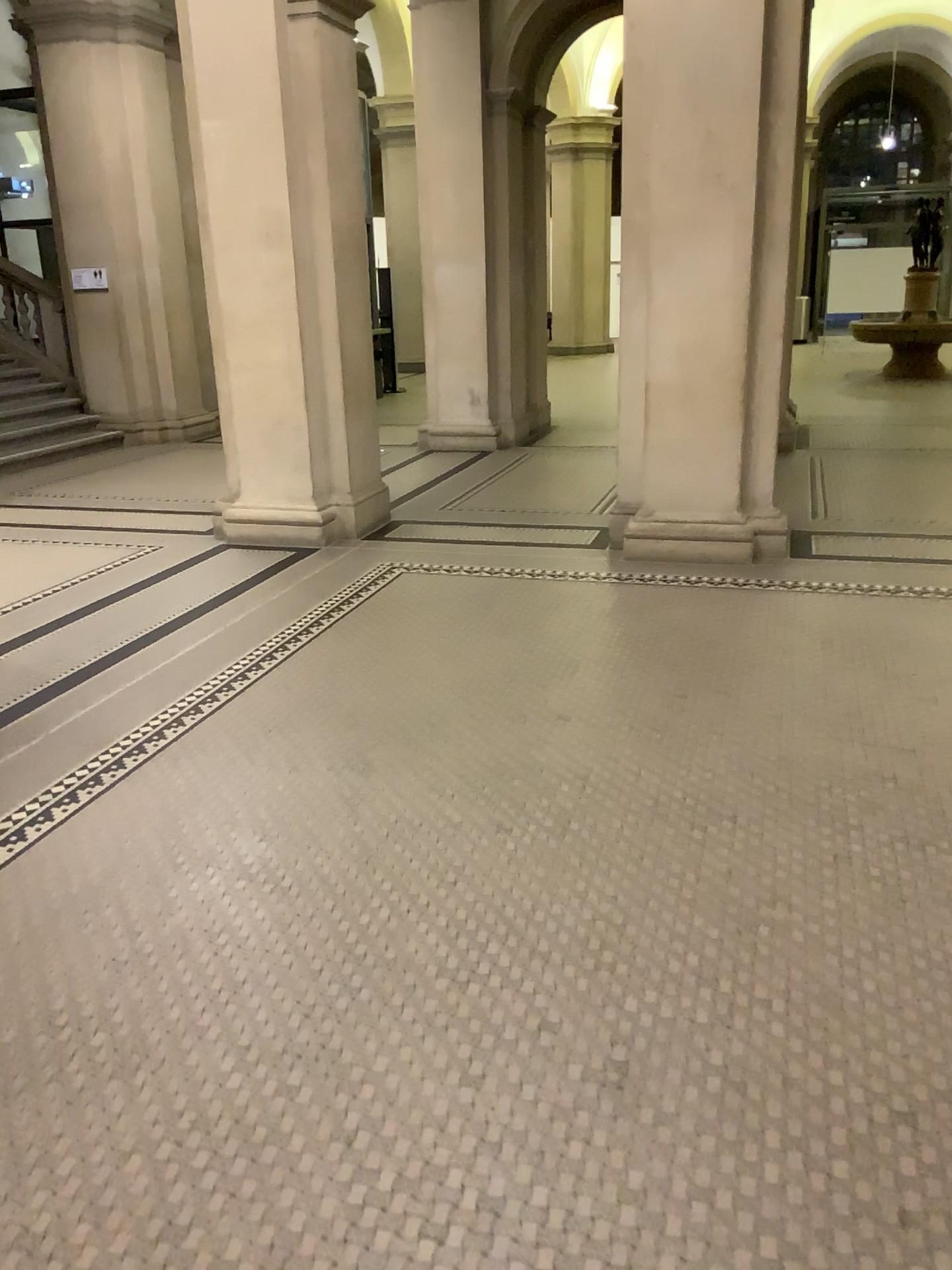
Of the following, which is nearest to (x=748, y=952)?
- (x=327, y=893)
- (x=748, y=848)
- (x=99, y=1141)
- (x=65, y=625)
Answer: (x=748, y=848)
